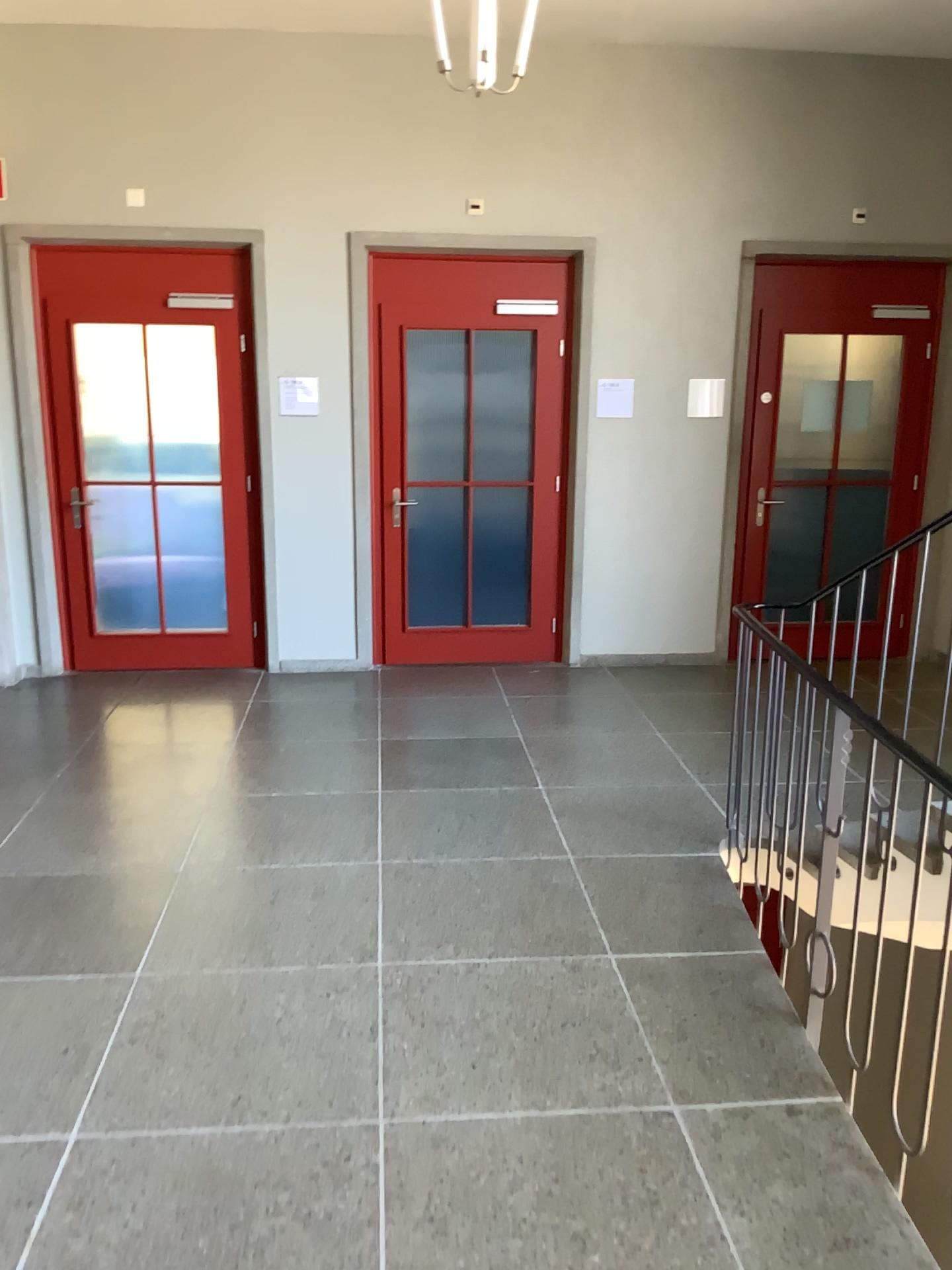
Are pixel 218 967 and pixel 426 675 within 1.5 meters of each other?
no
